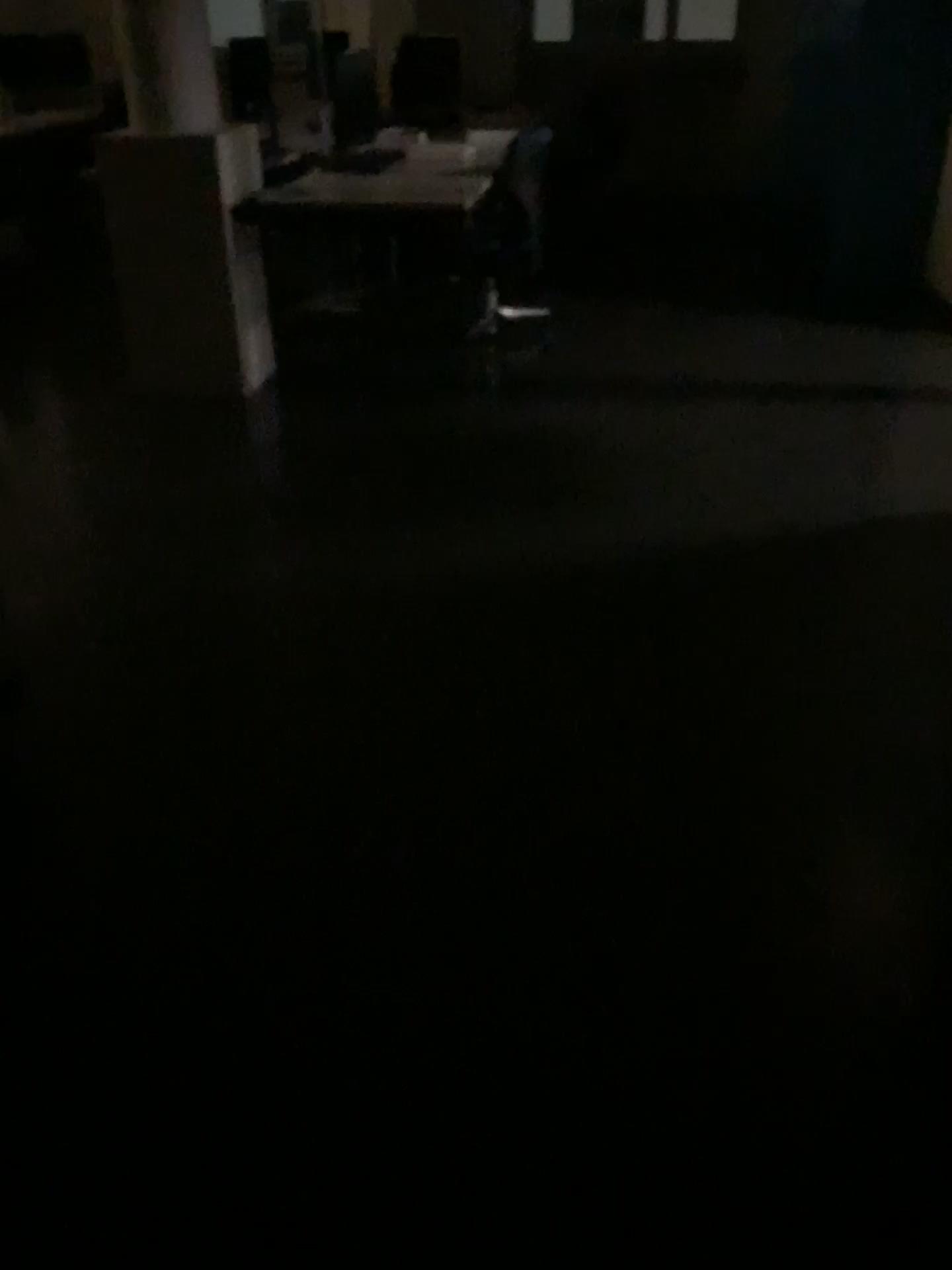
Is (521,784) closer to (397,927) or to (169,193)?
(397,927)
